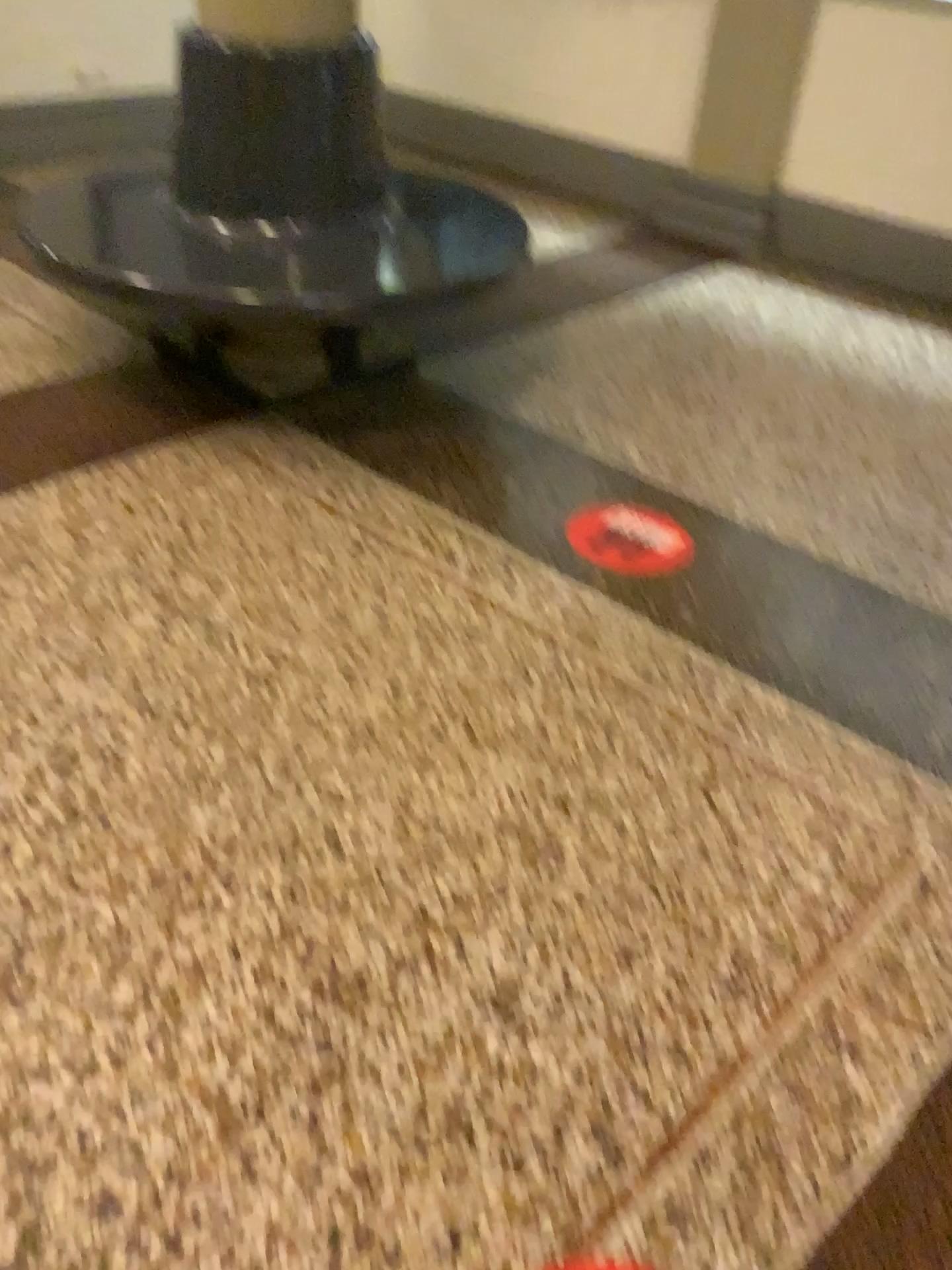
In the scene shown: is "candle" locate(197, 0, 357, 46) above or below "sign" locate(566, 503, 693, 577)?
above

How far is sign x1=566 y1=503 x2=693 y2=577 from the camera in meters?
2.4

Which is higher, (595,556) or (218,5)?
(218,5)

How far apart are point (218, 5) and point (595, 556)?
1.57m

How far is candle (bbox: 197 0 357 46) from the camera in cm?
248

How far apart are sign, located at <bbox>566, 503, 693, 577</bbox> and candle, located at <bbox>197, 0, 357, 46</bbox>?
1.29m

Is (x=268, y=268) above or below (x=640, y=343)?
above

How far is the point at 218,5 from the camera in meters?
2.5 m
